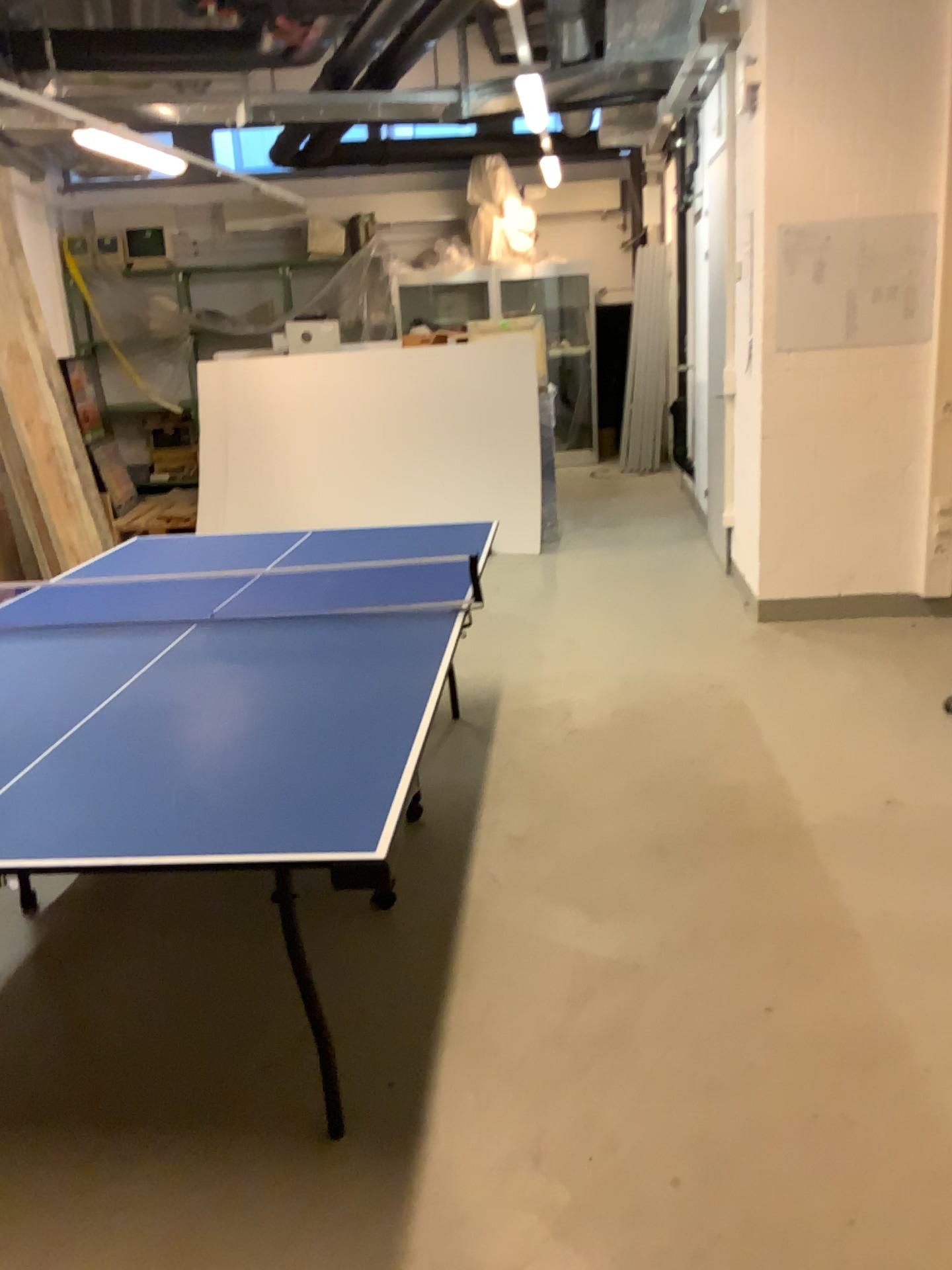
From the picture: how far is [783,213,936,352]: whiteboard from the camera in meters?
4.6 m

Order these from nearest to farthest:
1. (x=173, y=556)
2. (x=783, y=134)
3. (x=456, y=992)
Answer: (x=456, y=992), (x=173, y=556), (x=783, y=134)

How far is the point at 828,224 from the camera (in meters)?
4.62
